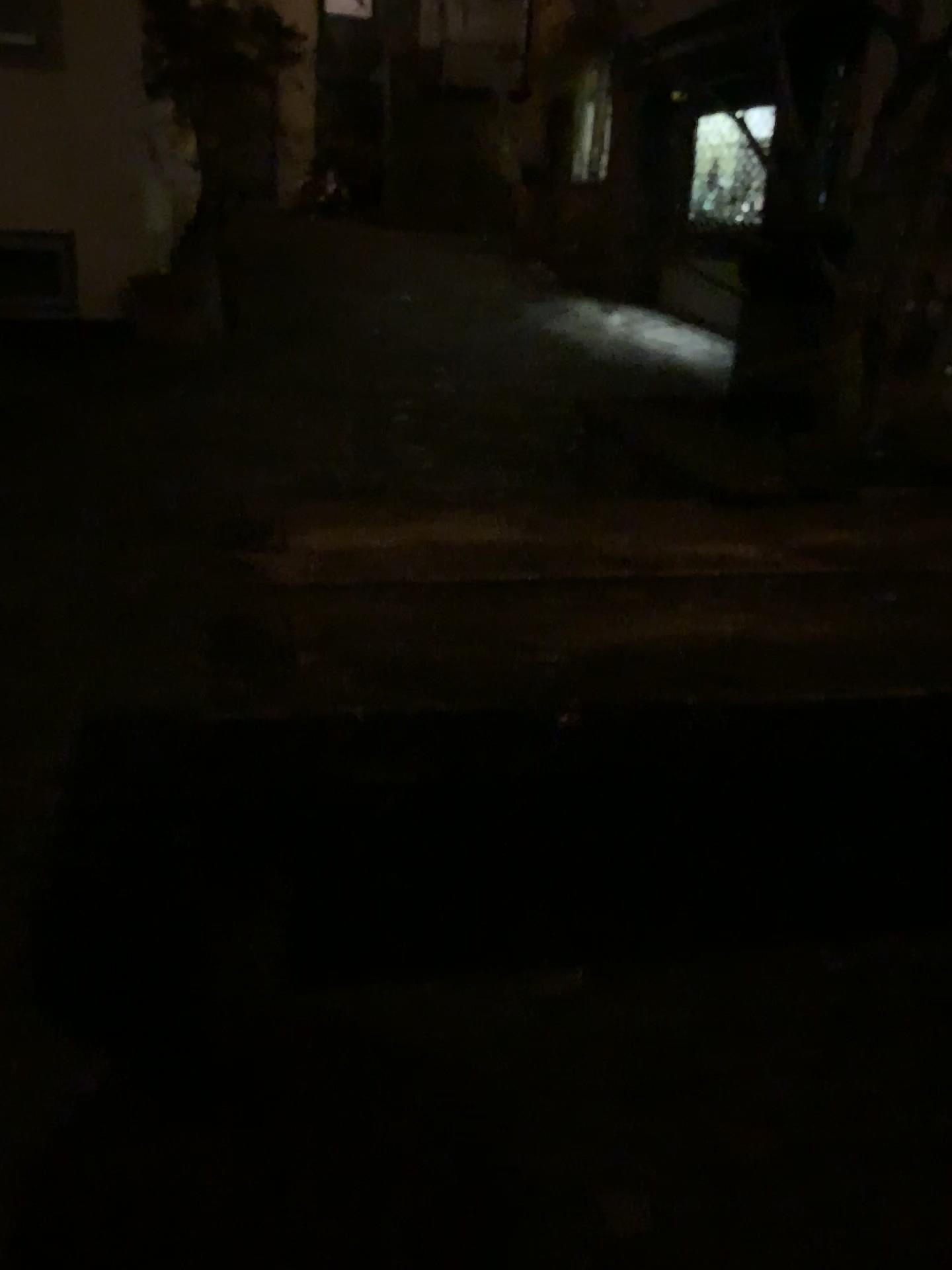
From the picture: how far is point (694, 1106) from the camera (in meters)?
1.75
